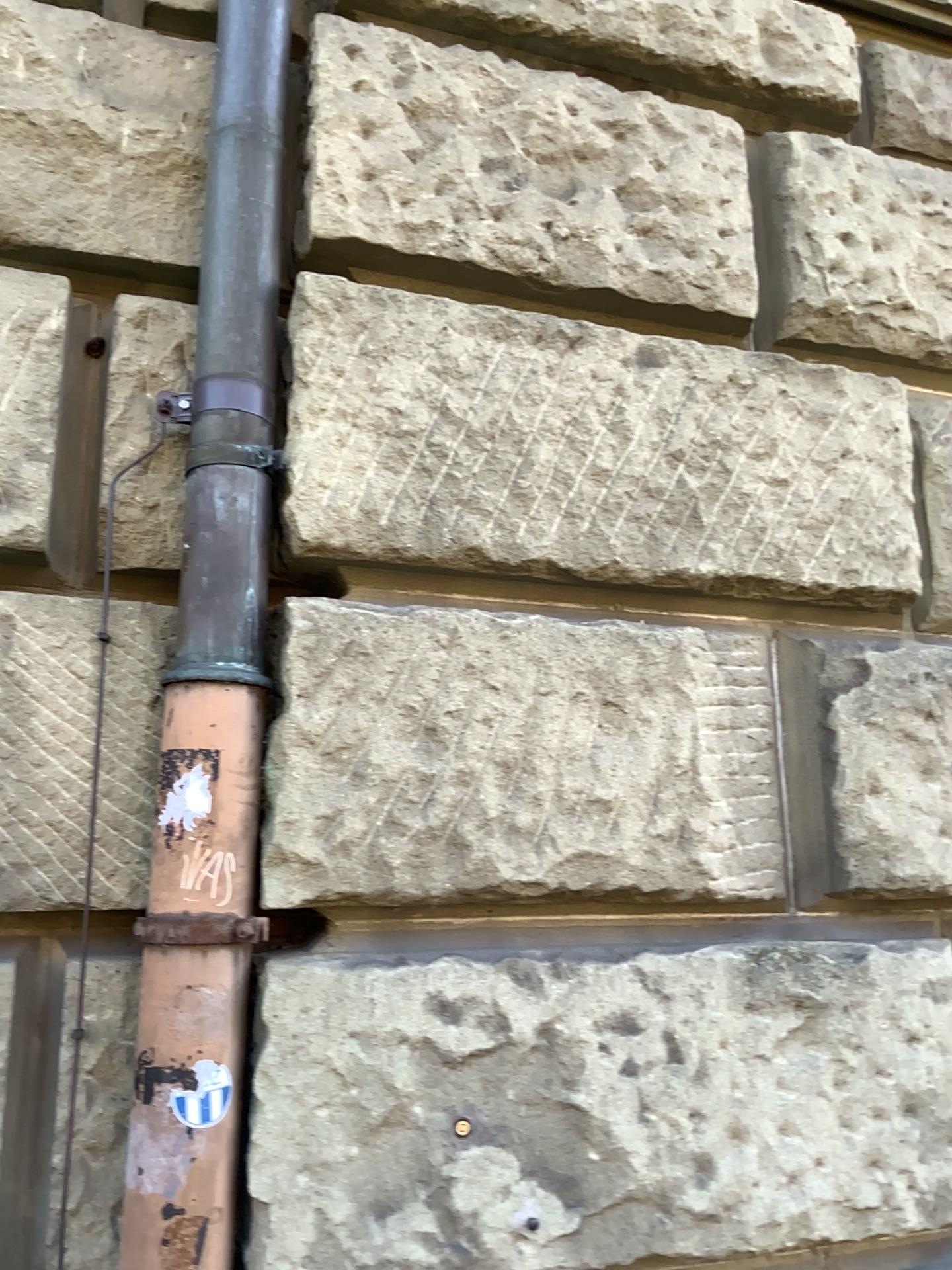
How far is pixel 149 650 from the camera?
1.5 meters

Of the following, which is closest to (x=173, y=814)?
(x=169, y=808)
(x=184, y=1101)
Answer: (x=169, y=808)

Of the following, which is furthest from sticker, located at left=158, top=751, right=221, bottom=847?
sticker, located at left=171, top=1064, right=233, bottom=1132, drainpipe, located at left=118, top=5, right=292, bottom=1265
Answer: sticker, located at left=171, top=1064, right=233, bottom=1132

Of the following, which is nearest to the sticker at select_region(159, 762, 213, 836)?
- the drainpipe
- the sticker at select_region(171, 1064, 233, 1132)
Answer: the drainpipe

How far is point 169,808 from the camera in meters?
1.4 m

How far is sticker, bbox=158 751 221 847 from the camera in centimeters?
138cm

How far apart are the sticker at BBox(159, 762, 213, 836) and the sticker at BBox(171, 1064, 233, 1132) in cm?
32

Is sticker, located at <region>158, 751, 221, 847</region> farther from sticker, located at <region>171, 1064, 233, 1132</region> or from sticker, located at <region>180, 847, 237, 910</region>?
sticker, located at <region>171, 1064, 233, 1132</region>

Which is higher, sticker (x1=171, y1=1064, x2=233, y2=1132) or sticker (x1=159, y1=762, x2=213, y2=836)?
sticker (x1=159, y1=762, x2=213, y2=836)

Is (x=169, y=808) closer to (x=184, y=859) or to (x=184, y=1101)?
(x=184, y=859)
